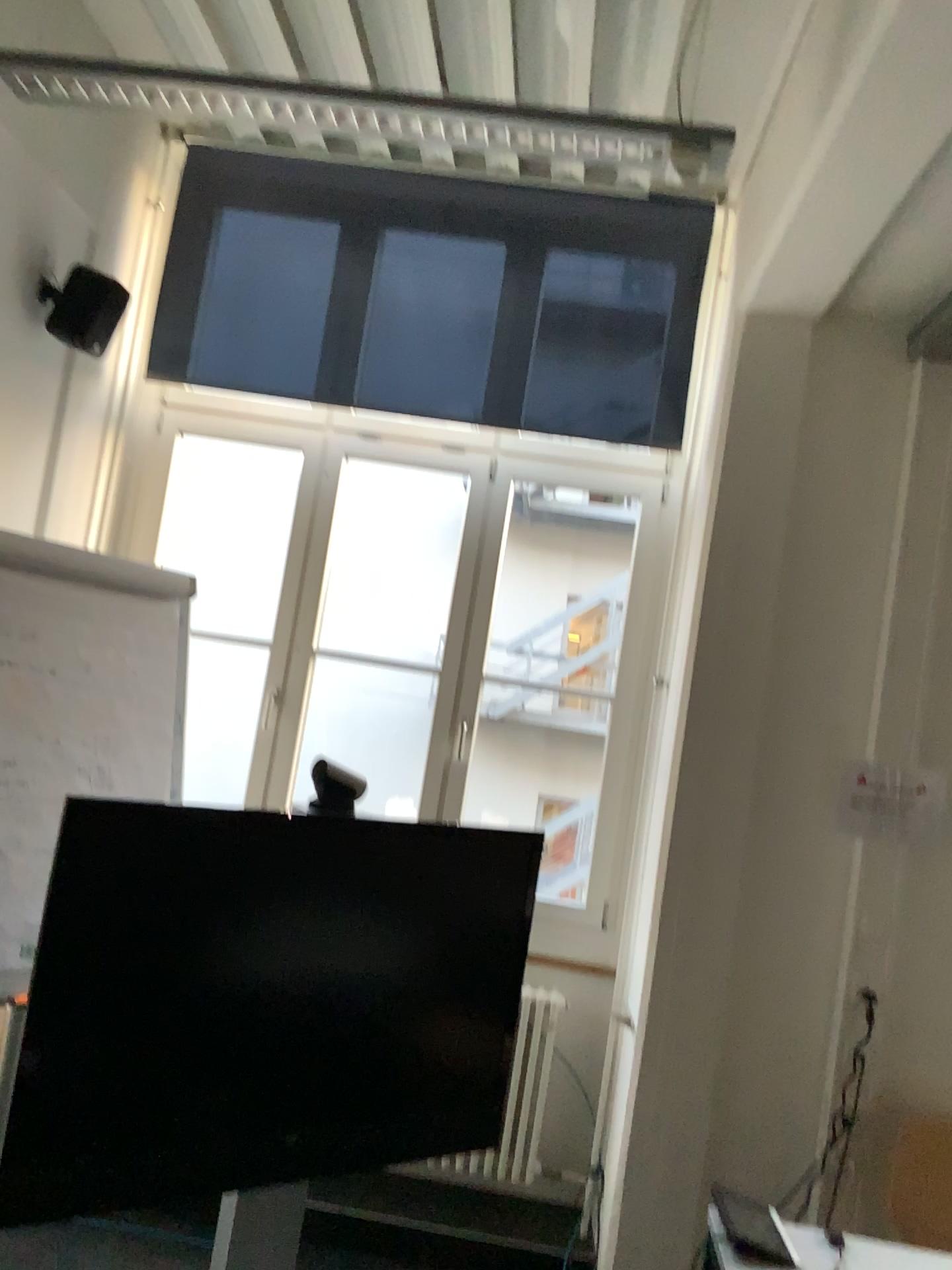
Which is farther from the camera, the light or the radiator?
the radiator

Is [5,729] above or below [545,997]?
above

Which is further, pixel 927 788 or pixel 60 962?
pixel 927 788

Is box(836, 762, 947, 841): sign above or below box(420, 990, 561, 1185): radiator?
above

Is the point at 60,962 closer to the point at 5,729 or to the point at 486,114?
the point at 5,729

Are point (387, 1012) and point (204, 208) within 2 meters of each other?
no

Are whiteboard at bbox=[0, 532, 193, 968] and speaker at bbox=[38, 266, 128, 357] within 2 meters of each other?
yes

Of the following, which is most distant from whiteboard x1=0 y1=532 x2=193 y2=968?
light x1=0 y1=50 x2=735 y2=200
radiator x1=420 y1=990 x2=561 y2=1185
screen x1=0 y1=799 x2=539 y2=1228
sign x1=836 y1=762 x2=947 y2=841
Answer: sign x1=836 y1=762 x2=947 y2=841

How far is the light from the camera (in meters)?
2.35

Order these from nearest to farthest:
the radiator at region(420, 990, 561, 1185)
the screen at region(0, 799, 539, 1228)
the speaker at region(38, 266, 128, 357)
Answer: the screen at region(0, 799, 539, 1228) → the speaker at region(38, 266, 128, 357) → the radiator at region(420, 990, 561, 1185)
